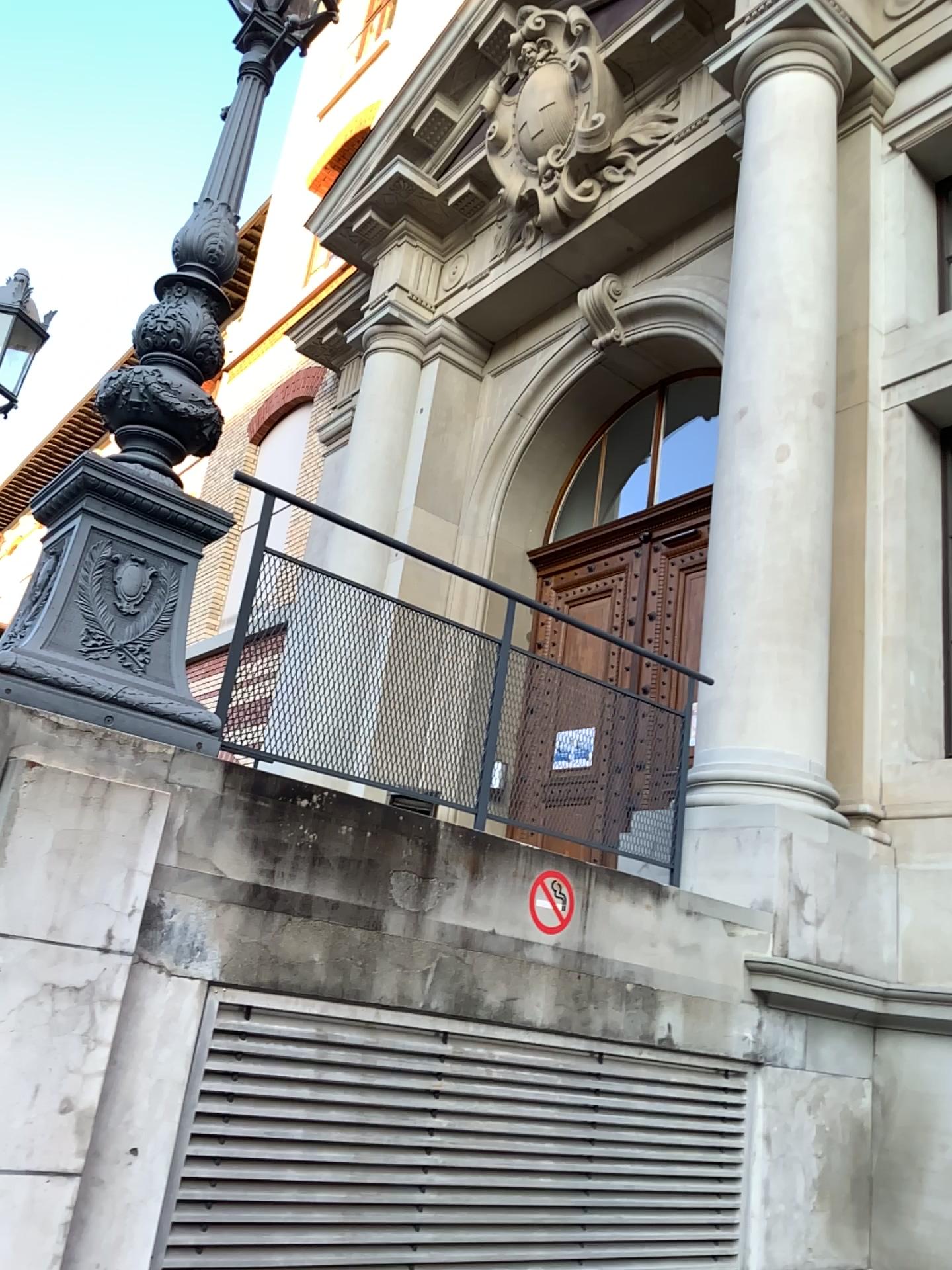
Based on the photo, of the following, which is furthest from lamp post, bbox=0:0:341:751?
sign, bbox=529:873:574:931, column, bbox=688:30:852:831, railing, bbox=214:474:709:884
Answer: column, bbox=688:30:852:831

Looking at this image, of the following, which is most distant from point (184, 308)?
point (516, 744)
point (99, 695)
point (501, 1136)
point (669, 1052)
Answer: point (669, 1052)

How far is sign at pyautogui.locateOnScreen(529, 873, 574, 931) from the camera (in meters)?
3.39

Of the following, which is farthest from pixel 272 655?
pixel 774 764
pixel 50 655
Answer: pixel 774 764

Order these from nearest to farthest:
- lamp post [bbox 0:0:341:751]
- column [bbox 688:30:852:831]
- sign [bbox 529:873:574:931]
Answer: lamp post [bbox 0:0:341:751] < sign [bbox 529:873:574:931] < column [bbox 688:30:852:831]

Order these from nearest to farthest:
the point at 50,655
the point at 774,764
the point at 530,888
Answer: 1. the point at 50,655
2. the point at 530,888
3. the point at 774,764

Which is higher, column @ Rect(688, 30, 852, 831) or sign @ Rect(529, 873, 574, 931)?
column @ Rect(688, 30, 852, 831)

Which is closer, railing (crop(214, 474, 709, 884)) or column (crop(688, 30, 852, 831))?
railing (crop(214, 474, 709, 884))

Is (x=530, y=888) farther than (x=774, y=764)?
No

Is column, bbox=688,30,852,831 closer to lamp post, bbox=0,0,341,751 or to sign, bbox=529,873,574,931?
sign, bbox=529,873,574,931
